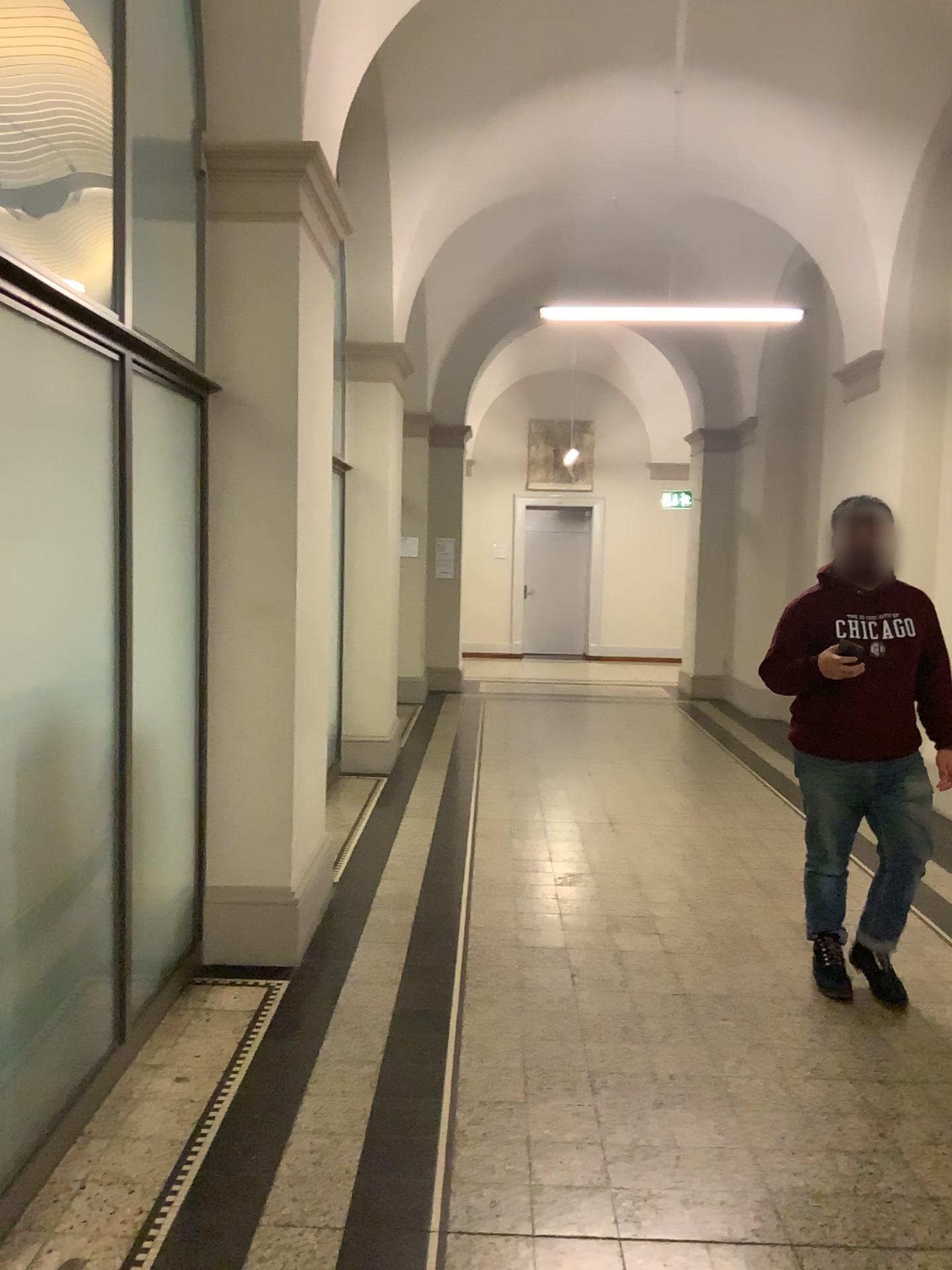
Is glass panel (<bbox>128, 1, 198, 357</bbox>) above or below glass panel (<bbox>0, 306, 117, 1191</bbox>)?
above

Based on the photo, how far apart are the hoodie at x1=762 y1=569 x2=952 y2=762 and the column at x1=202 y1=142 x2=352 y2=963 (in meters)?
1.74

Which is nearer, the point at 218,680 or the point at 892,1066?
the point at 892,1066

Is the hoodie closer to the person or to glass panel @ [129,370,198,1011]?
the person

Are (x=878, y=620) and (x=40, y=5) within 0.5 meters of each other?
no

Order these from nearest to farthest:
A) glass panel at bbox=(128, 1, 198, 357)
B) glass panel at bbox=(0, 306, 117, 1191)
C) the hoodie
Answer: glass panel at bbox=(0, 306, 117, 1191)
glass panel at bbox=(128, 1, 198, 357)
the hoodie

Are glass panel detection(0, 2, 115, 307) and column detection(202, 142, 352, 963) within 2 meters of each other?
yes

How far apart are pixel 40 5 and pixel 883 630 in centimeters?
316cm

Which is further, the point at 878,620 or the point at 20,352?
the point at 878,620

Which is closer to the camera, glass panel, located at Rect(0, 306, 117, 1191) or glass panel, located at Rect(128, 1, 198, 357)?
glass panel, located at Rect(0, 306, 117, 1191)
